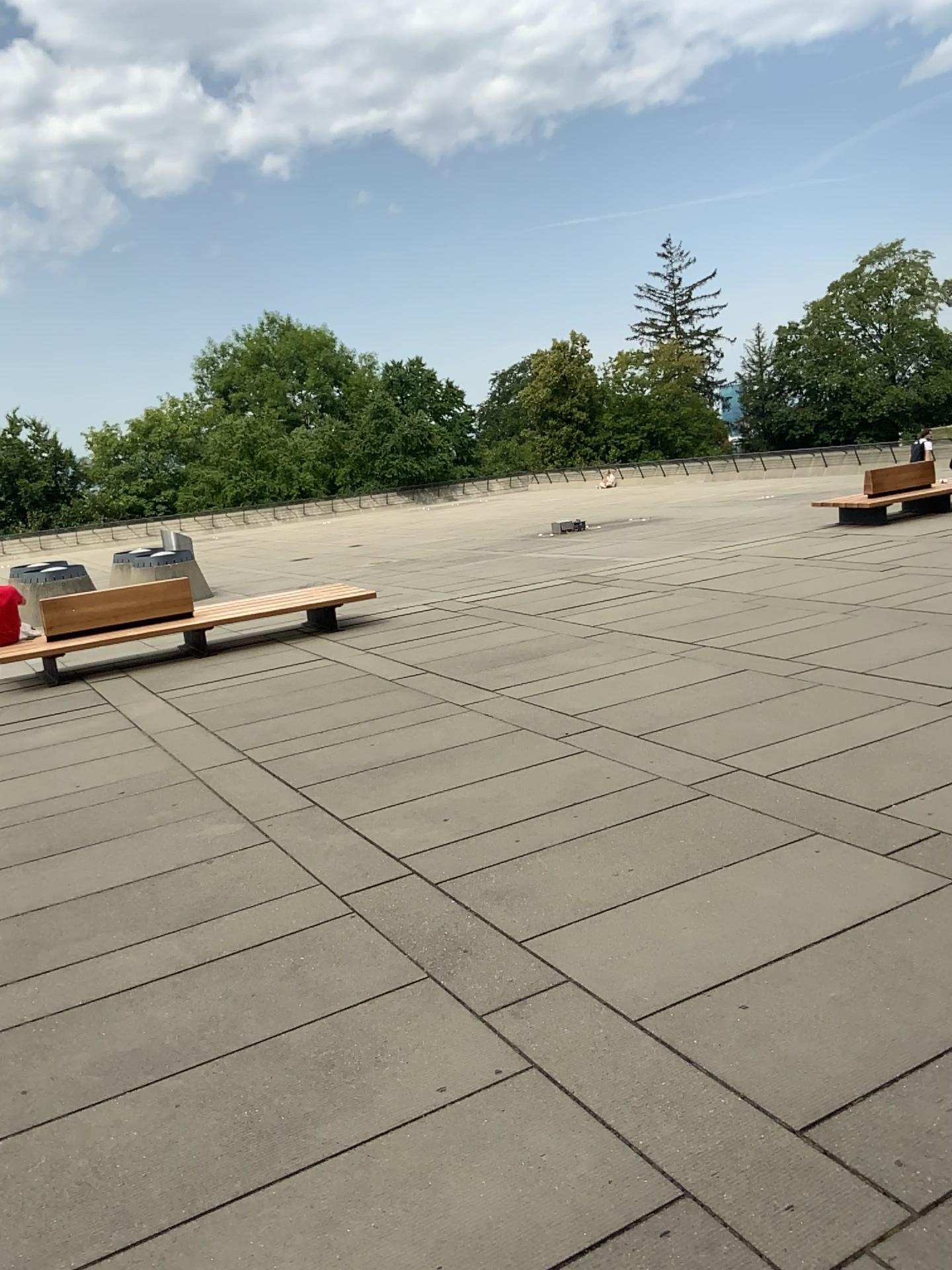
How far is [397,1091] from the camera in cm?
337
